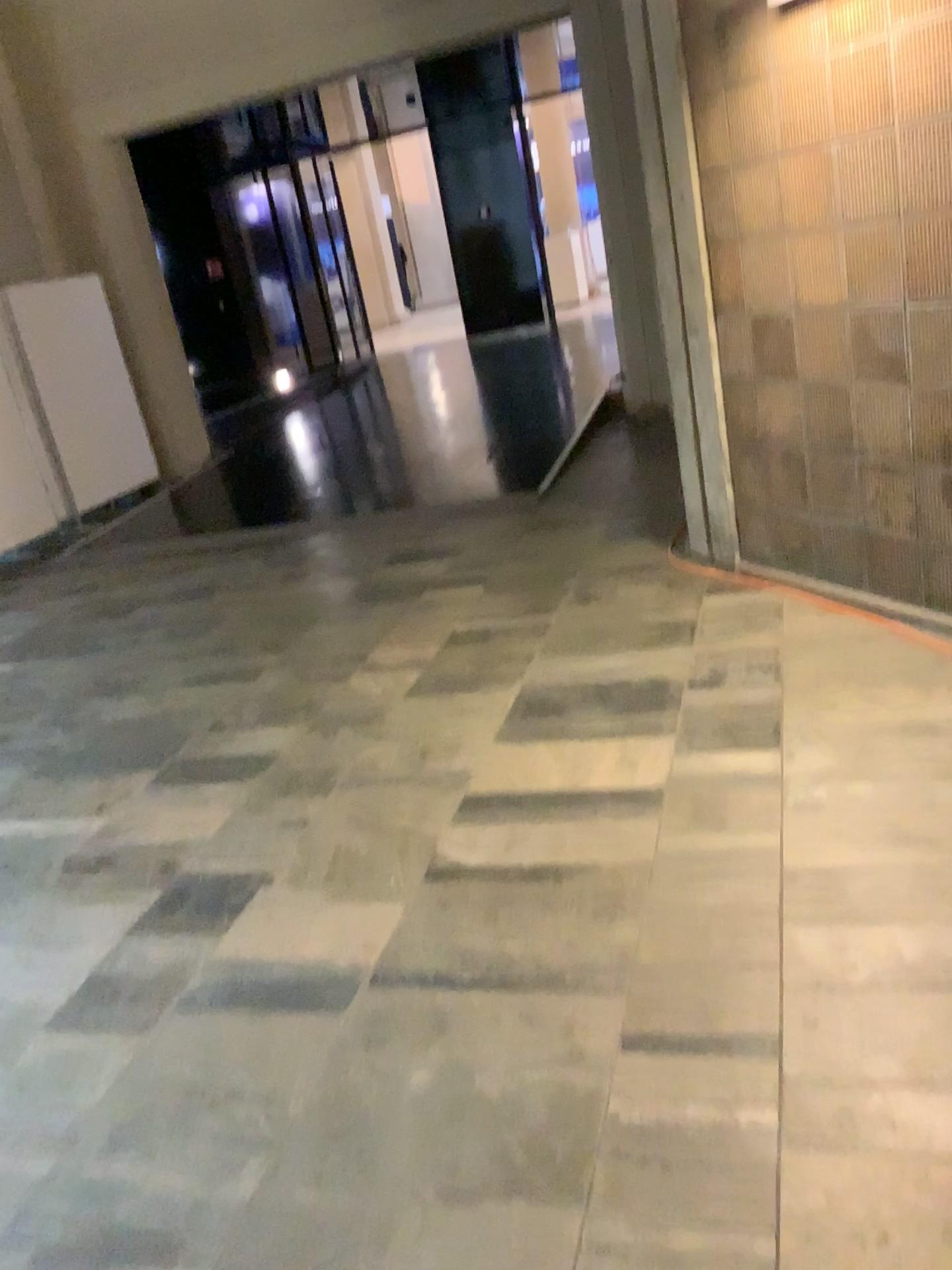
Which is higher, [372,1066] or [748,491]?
[748,491]
